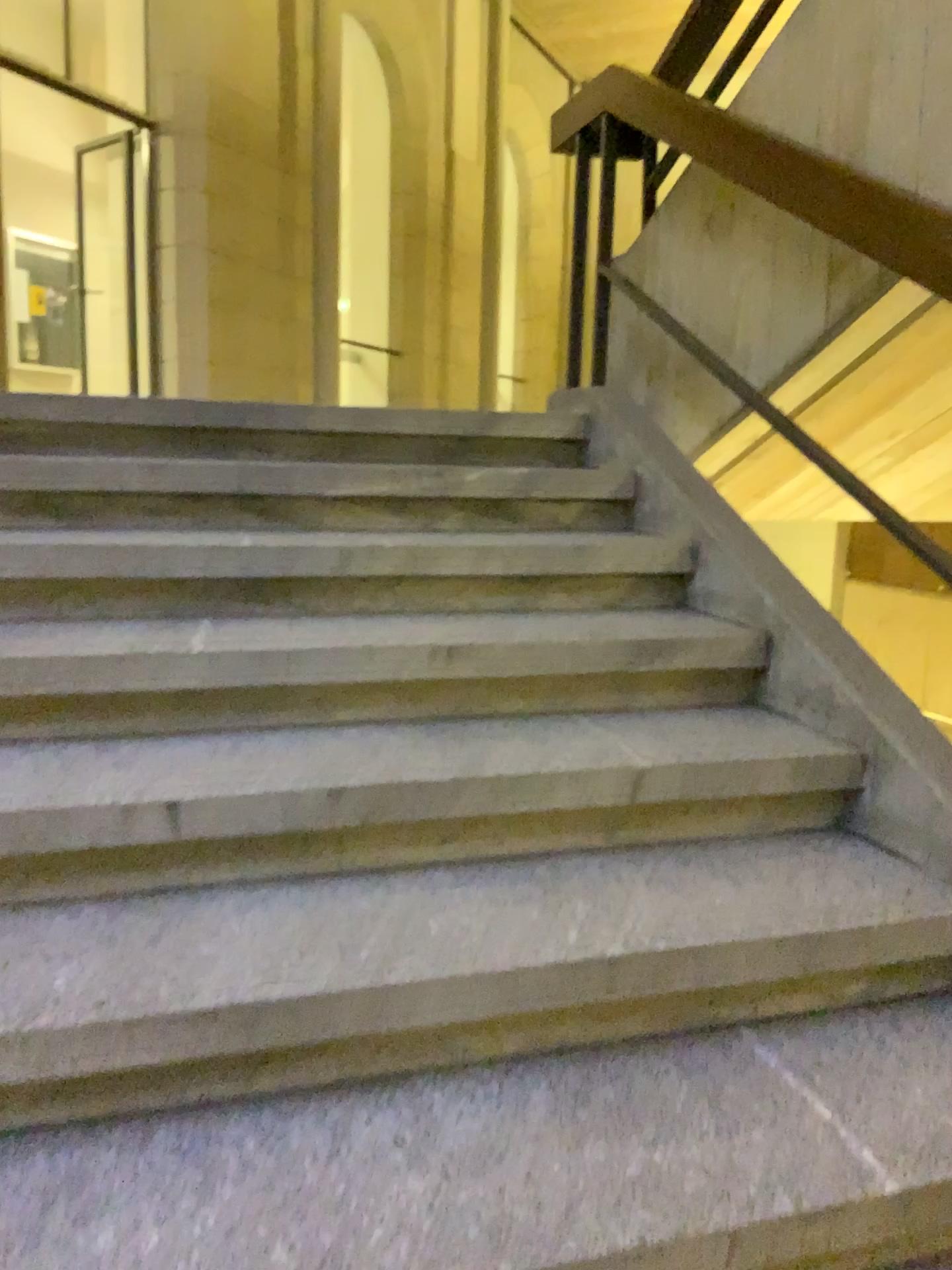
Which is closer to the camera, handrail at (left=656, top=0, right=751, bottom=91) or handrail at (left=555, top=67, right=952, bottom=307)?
handrail at (left=555, top=67, right=952, bottom=307)

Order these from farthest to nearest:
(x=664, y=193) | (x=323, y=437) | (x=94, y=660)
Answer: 1. (x=664, y=193)
2. (x=323, y=437)
3. (x=94, y=660)

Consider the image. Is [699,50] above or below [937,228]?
above

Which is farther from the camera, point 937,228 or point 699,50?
point 699,50
